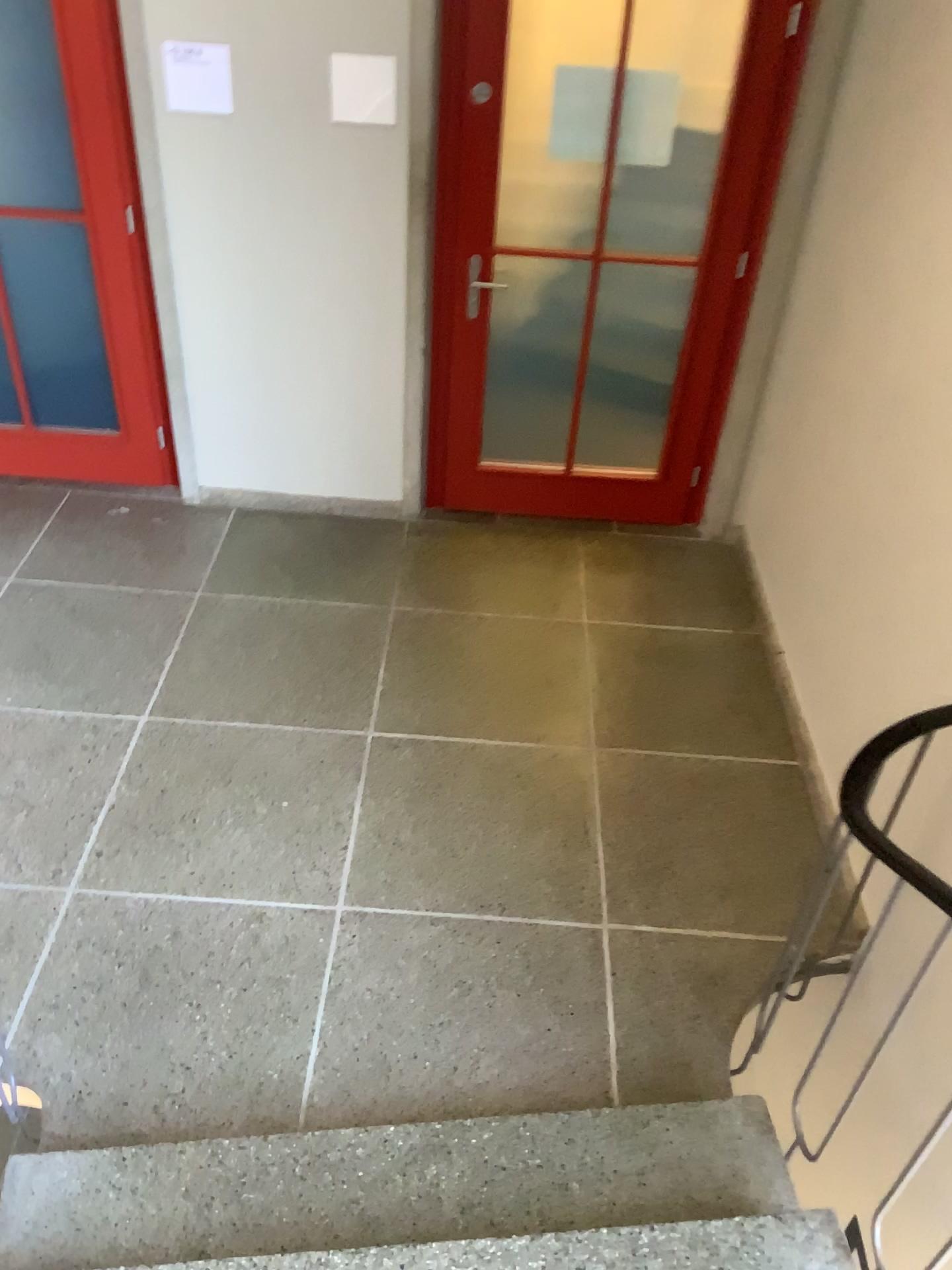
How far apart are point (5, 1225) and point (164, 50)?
3.3m

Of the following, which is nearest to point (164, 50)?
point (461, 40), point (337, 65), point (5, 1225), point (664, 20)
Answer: point (337, 65)

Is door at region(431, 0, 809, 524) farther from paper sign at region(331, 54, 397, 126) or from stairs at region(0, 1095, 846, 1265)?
stairs at region(0, 1095, 846, 1265)

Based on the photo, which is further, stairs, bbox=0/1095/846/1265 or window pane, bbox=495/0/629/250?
window pane, bbox=495/0/629/250

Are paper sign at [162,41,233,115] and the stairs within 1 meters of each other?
no

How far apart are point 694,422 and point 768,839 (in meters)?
1.78

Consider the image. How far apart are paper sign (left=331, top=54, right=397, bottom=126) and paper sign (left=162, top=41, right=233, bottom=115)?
0.36m

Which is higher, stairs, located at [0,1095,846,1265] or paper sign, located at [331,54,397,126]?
paper sign, located at [331,54,397,126]

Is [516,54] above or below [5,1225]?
above

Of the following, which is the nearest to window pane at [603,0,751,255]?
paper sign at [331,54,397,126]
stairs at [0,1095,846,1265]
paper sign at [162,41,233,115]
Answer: paper sign at [331,54,397,126]
